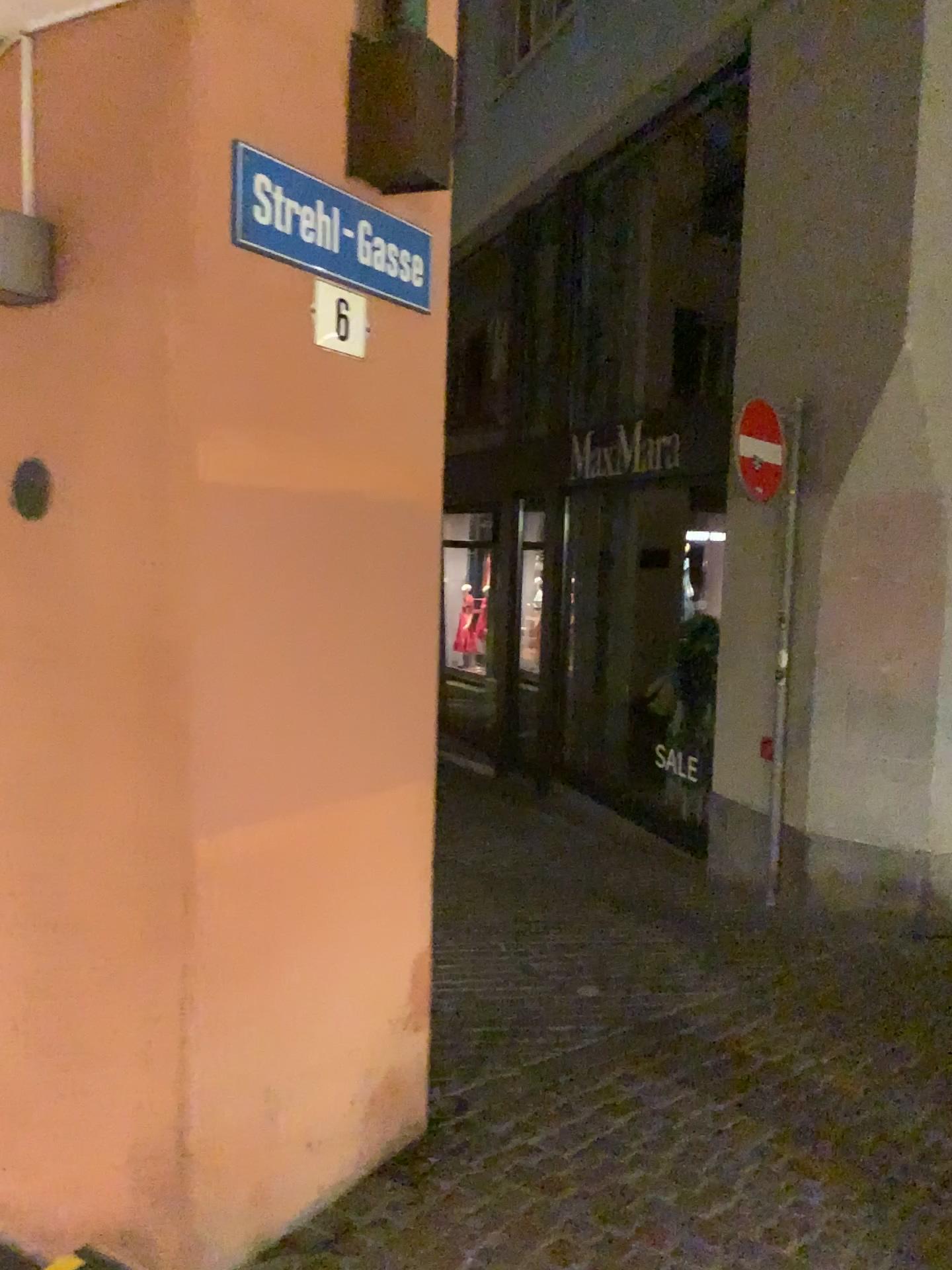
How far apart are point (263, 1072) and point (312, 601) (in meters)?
1.12

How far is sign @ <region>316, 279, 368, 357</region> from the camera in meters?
2.5 m

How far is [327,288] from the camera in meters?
2.5
